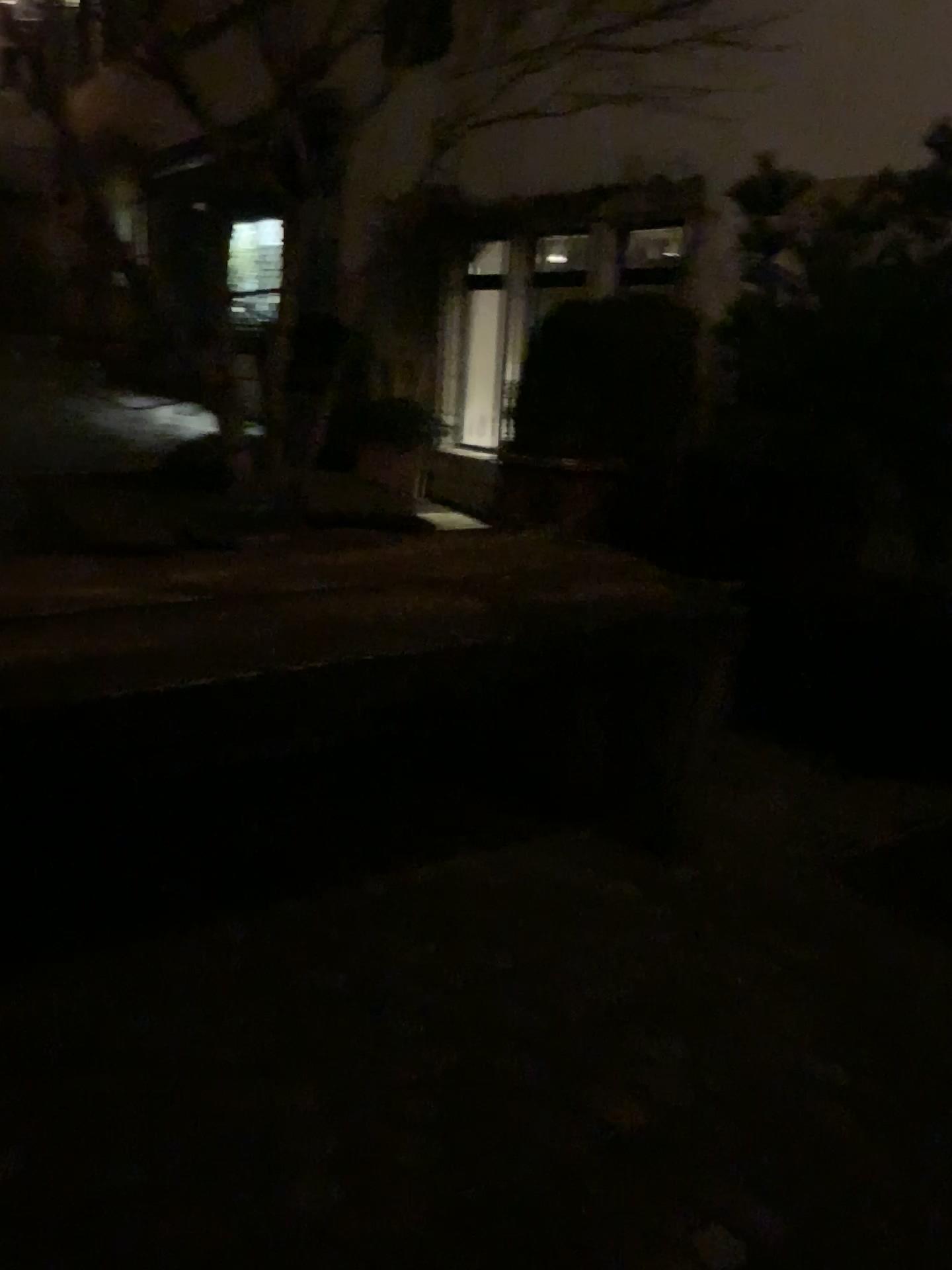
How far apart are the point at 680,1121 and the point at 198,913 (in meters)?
1.19
